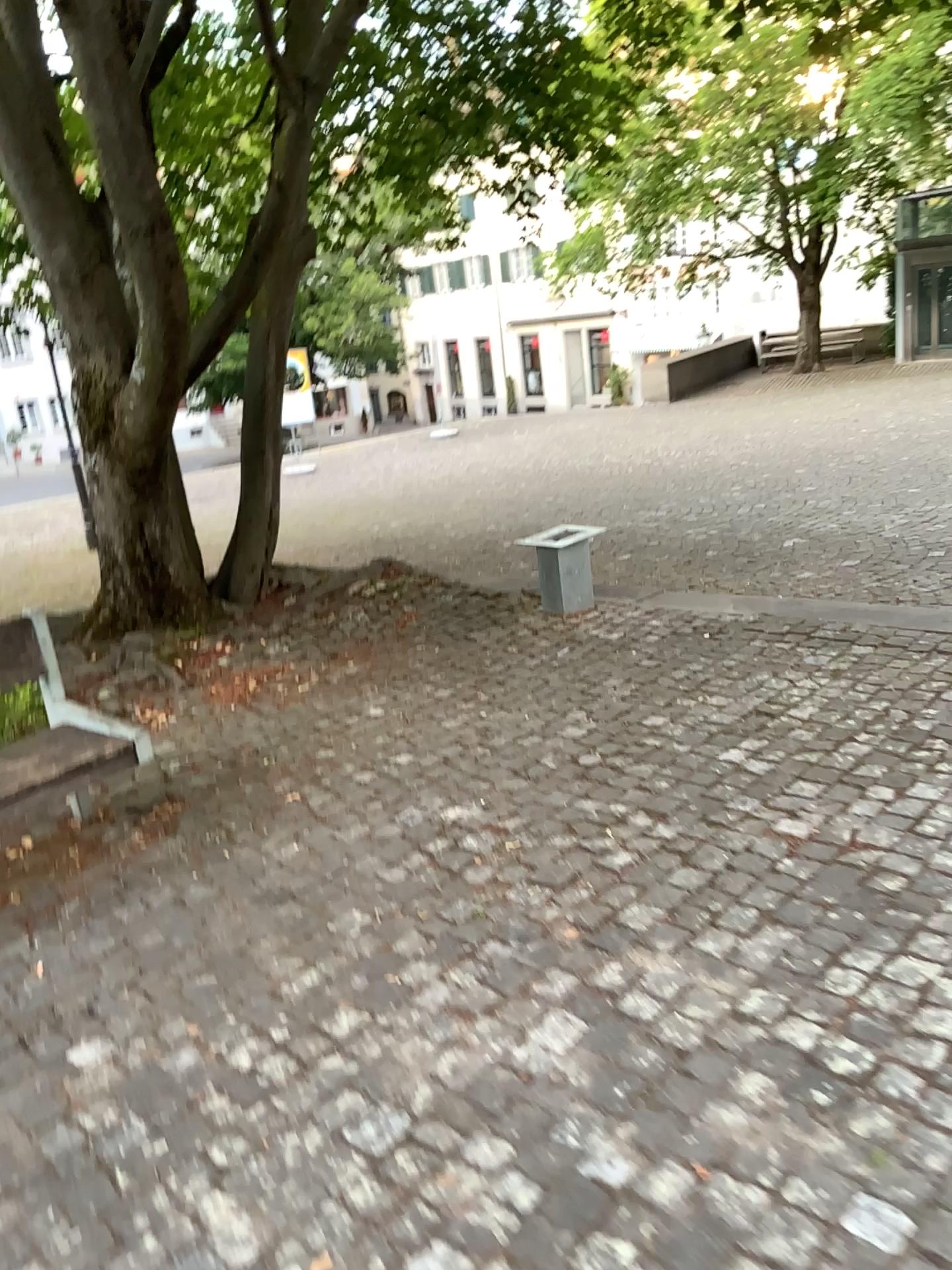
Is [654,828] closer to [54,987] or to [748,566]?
[54,987]
